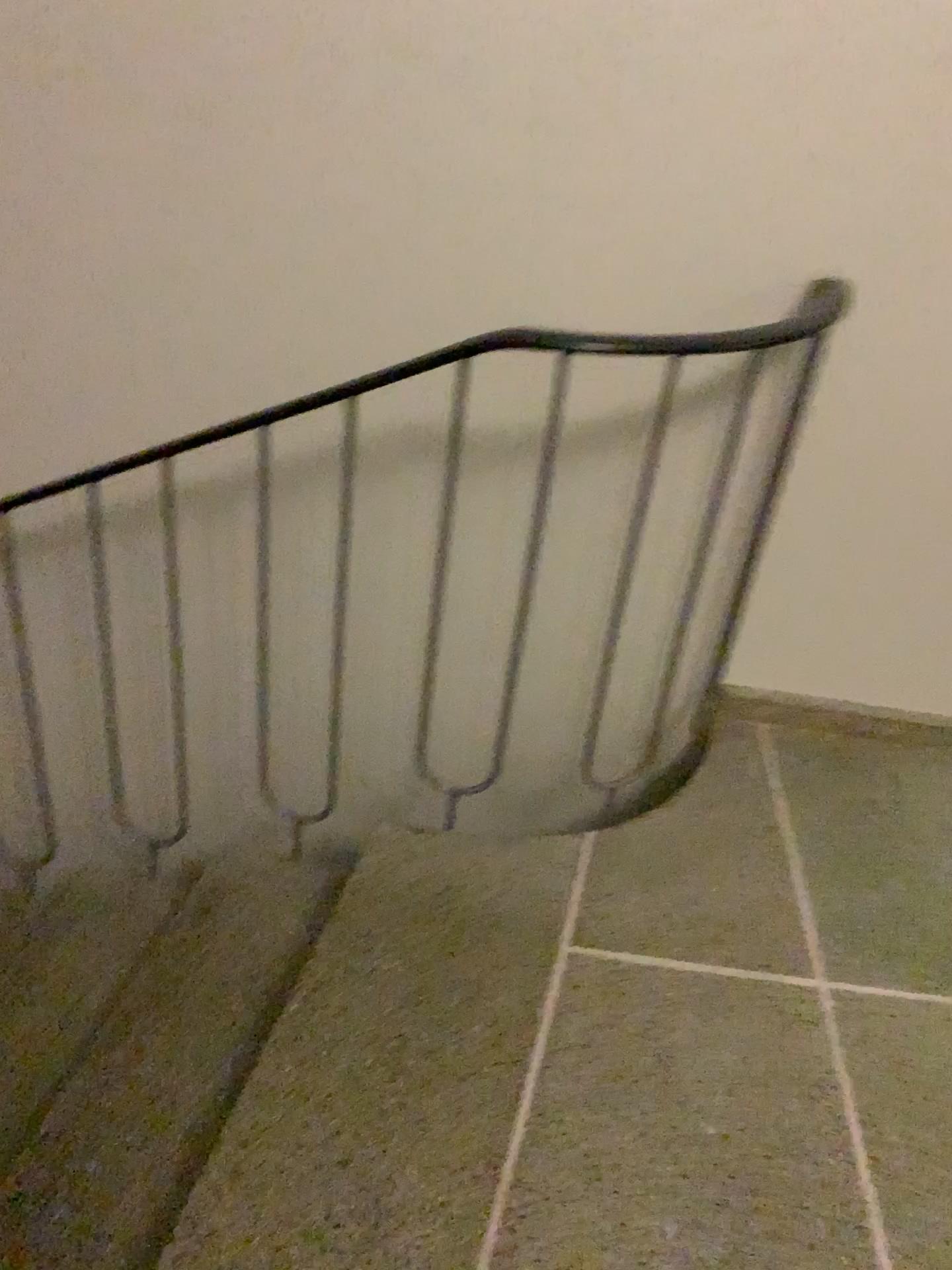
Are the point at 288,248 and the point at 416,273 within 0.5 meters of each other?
yes

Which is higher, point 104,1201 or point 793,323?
point 793,323

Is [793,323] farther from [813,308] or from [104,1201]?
[104,1201]

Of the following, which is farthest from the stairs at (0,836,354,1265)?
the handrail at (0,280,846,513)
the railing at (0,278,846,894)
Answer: the handrail at (0,280,846,513)

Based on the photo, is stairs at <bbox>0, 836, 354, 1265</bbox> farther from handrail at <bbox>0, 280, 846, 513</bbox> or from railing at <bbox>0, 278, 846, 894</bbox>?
handrail at <bbox>0, 280, 846, 513</bbox>

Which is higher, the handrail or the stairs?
the handrail

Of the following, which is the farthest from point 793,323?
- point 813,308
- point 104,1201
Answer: point 104,1201
